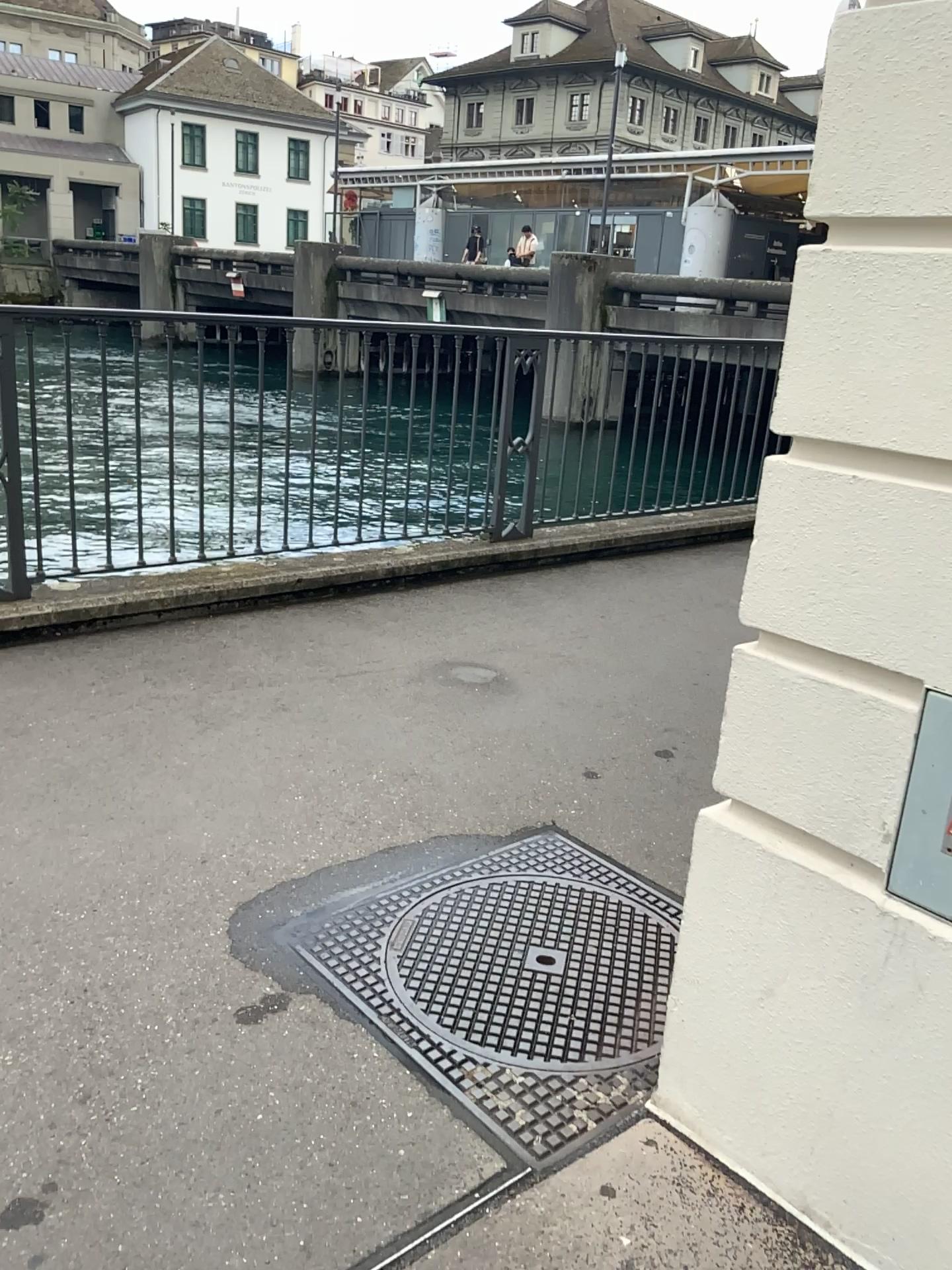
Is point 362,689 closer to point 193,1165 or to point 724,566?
point 193,1165

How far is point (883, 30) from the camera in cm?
128

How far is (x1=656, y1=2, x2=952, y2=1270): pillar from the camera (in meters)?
1.28
